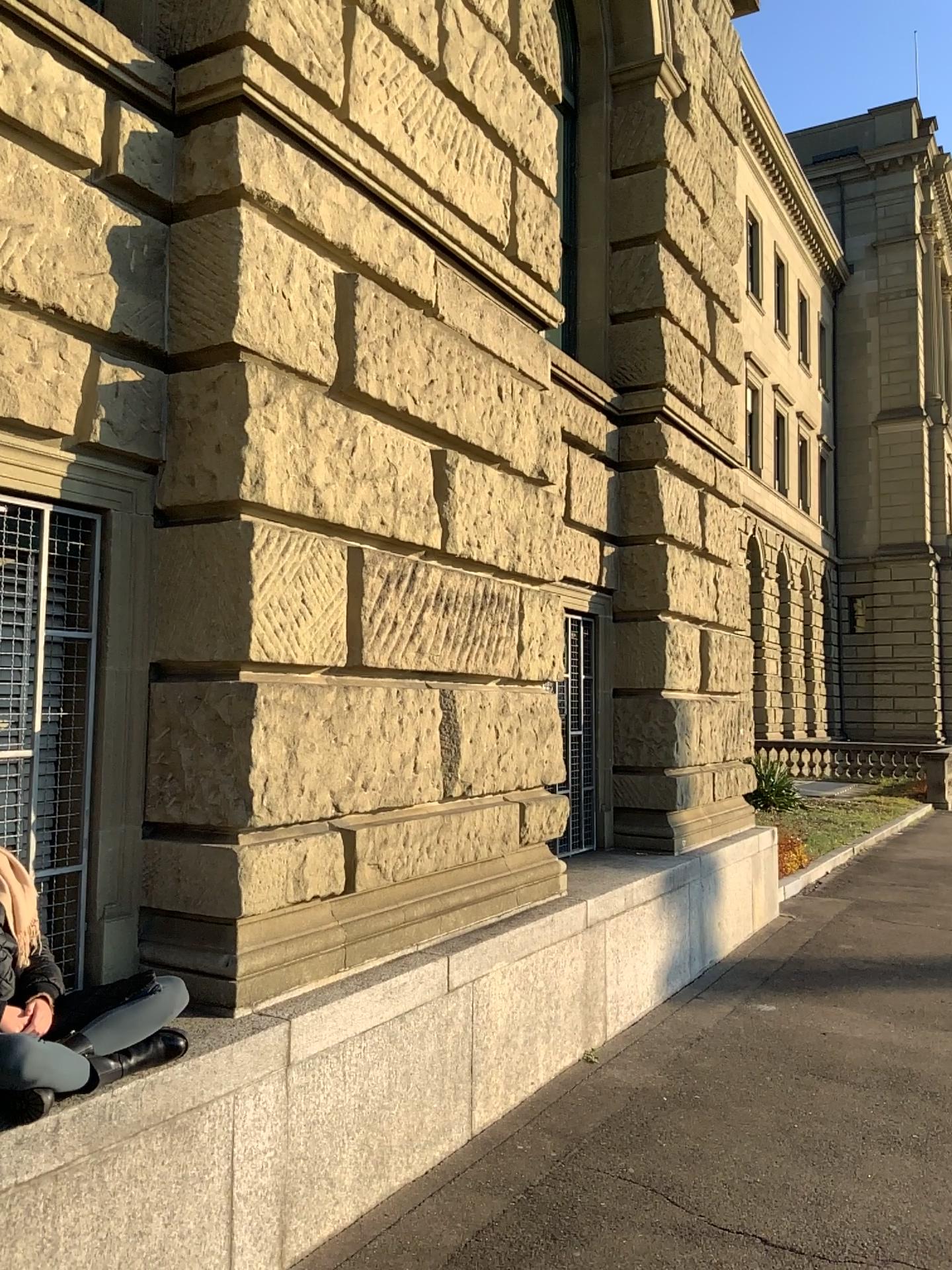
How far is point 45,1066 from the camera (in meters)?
2.37

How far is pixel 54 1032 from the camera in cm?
256

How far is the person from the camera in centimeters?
237cm
